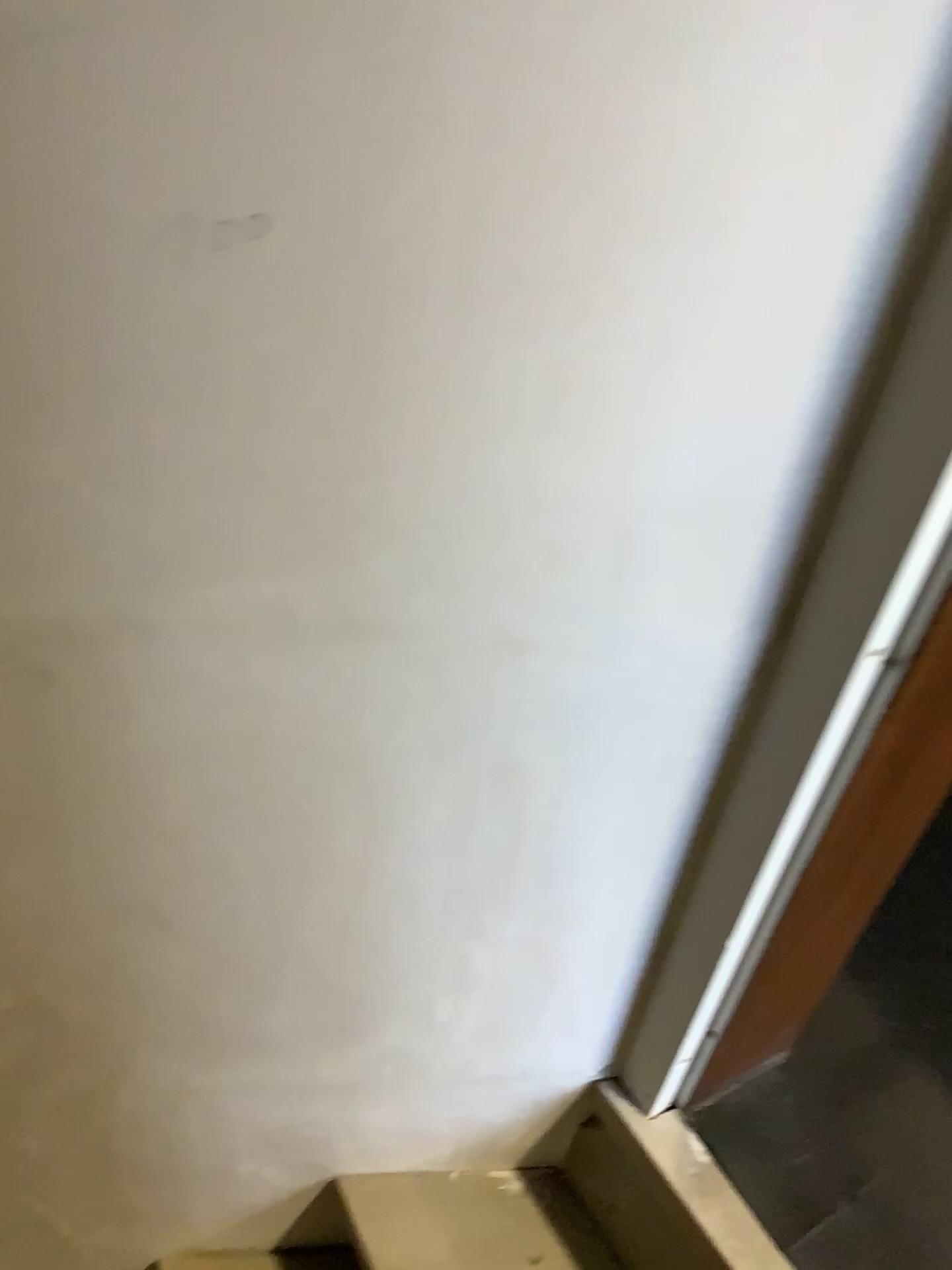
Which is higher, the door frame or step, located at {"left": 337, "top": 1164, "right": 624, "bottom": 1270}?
the door frame

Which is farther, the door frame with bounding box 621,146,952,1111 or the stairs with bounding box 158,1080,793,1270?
the stairs with bounding box 158,1080,793,1270

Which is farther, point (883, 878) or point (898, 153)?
point (883, 878)

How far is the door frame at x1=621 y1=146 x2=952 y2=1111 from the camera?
0.5m

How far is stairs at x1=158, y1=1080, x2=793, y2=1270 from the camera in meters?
0.8 m

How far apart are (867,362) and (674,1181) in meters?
0.7

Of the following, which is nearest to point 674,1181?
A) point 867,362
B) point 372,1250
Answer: point 372,1250

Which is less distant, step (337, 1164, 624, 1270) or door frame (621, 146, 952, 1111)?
door frame (621, 146, 952, 1111)

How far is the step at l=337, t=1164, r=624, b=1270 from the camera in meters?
1.0

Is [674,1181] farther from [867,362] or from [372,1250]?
[867,362]
